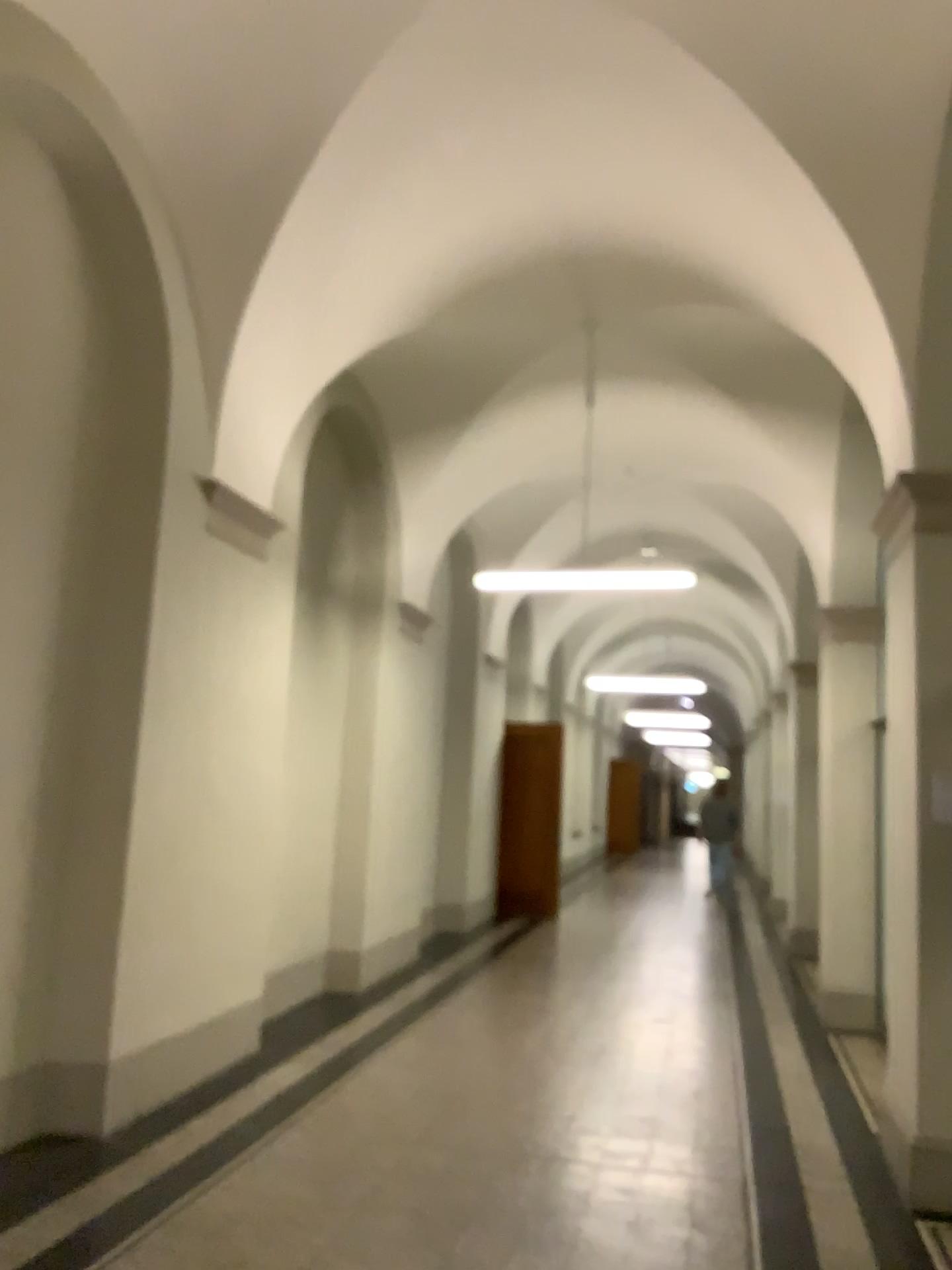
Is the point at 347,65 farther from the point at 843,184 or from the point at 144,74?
the point at 843,184
